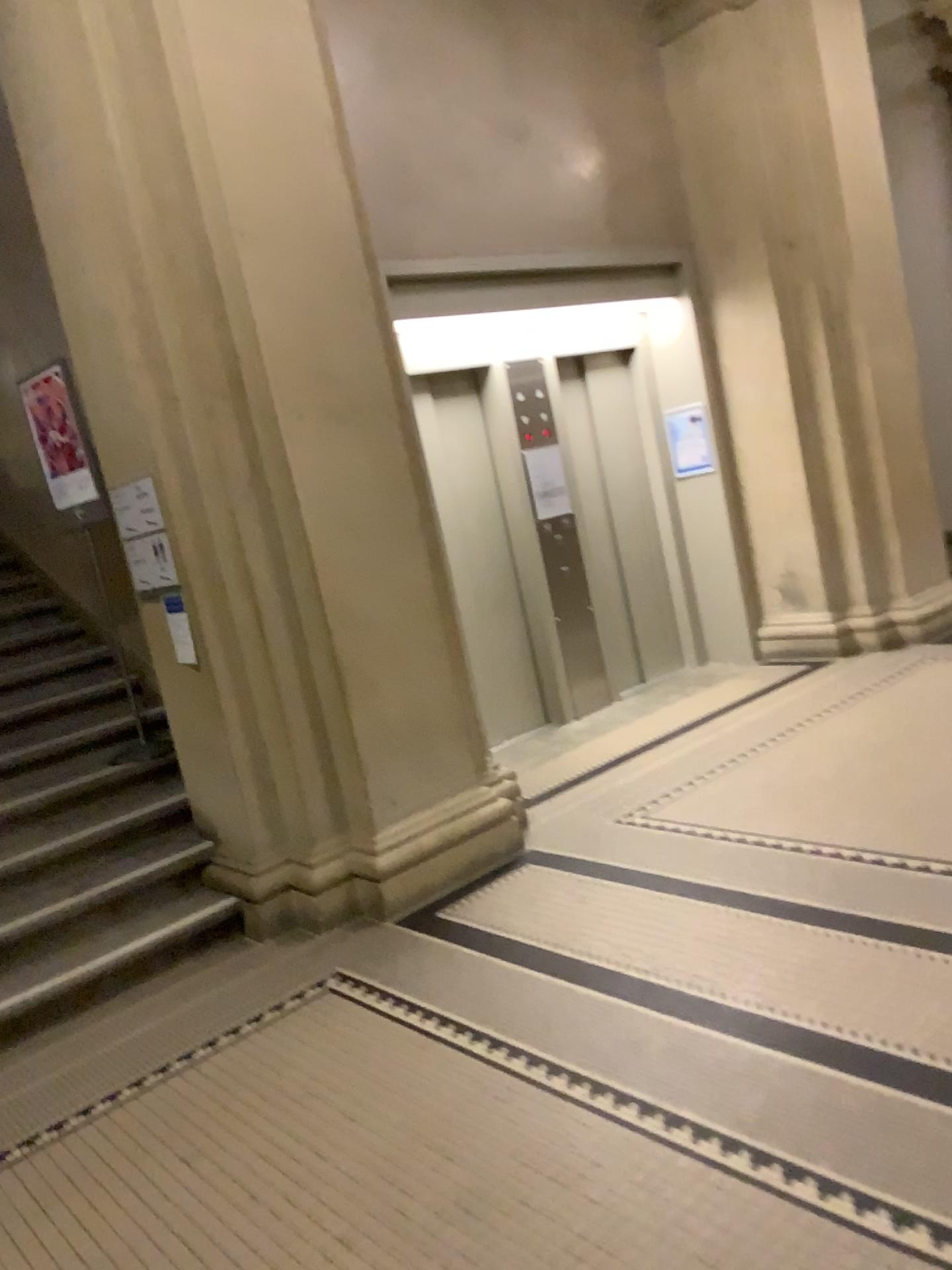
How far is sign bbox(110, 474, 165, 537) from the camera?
4.1m

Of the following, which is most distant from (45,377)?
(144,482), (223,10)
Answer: (223,10)

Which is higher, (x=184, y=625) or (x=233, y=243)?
(x=233, y=243)

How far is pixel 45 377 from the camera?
4.80m

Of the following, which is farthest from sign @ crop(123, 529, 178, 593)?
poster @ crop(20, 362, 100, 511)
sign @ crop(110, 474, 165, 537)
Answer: poster @ crop(20, 362, 100, 511)

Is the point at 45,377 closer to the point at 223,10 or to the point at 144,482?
the point at 144,482

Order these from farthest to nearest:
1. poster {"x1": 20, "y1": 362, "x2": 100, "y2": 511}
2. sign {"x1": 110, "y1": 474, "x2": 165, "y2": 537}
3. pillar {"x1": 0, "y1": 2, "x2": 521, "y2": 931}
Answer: poster {"x1": 20, "y1": 362, "x2": 100, "y2": 511}
sign {"x1": 110, "y1": 474, "x2": 165, "y2": 537}
pillar {"x1": 0, "y1": 2, "x2": 521, "y2": 931}

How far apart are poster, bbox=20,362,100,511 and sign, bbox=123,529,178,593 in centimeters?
98cm

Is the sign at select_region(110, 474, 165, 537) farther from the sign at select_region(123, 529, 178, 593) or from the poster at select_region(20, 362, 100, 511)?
the poster at select_region(20, 362, 100, 511)

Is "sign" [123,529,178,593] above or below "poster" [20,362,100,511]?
below
